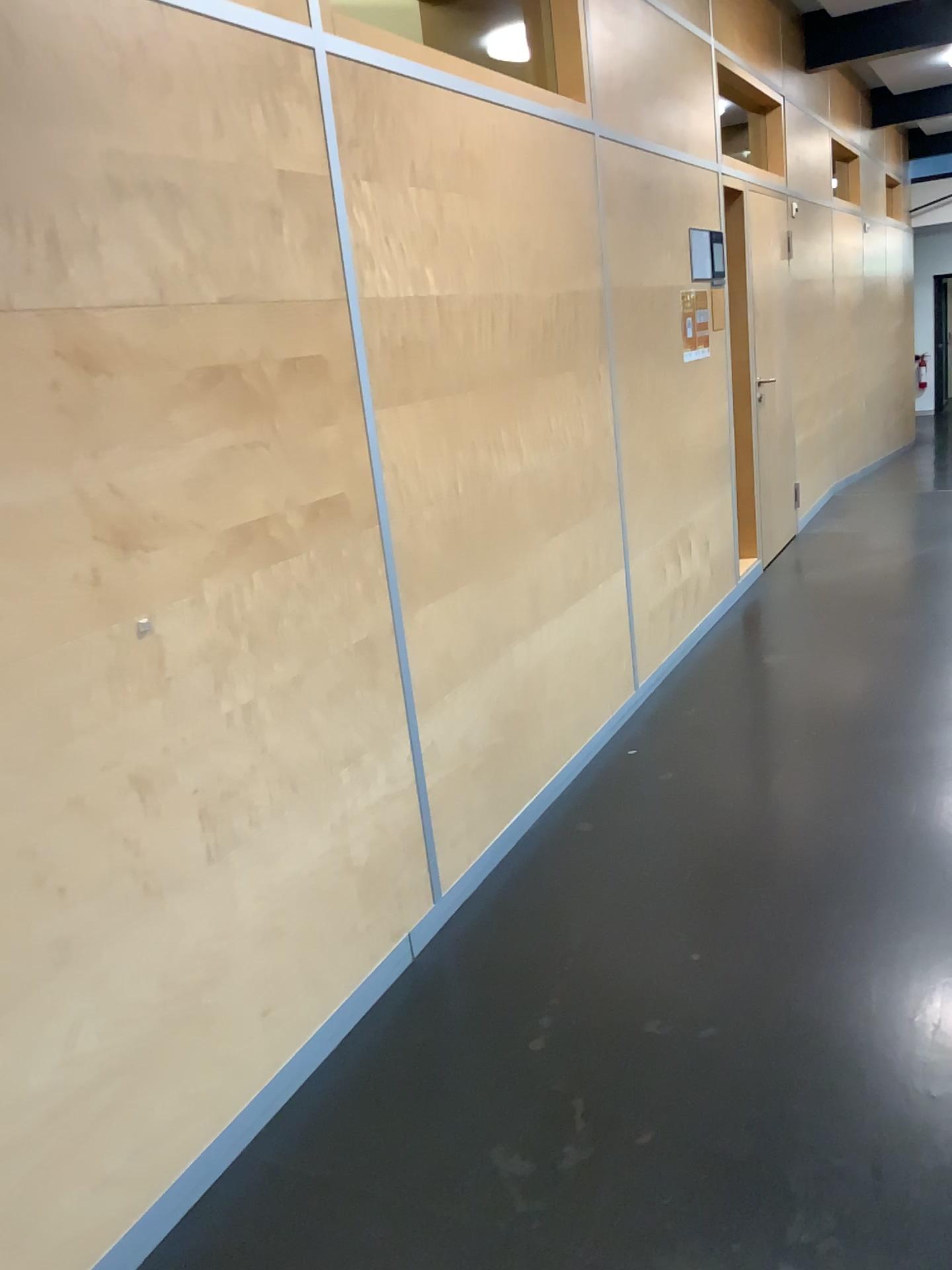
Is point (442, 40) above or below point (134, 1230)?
above

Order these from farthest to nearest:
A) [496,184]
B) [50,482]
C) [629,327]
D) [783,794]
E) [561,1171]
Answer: [629,327]
[783,794]
[496,184]
[561,1171]
[50,482]

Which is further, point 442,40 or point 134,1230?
point 442,40

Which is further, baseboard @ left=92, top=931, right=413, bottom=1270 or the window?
the window

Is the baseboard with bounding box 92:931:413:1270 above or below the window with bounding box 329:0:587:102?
below
